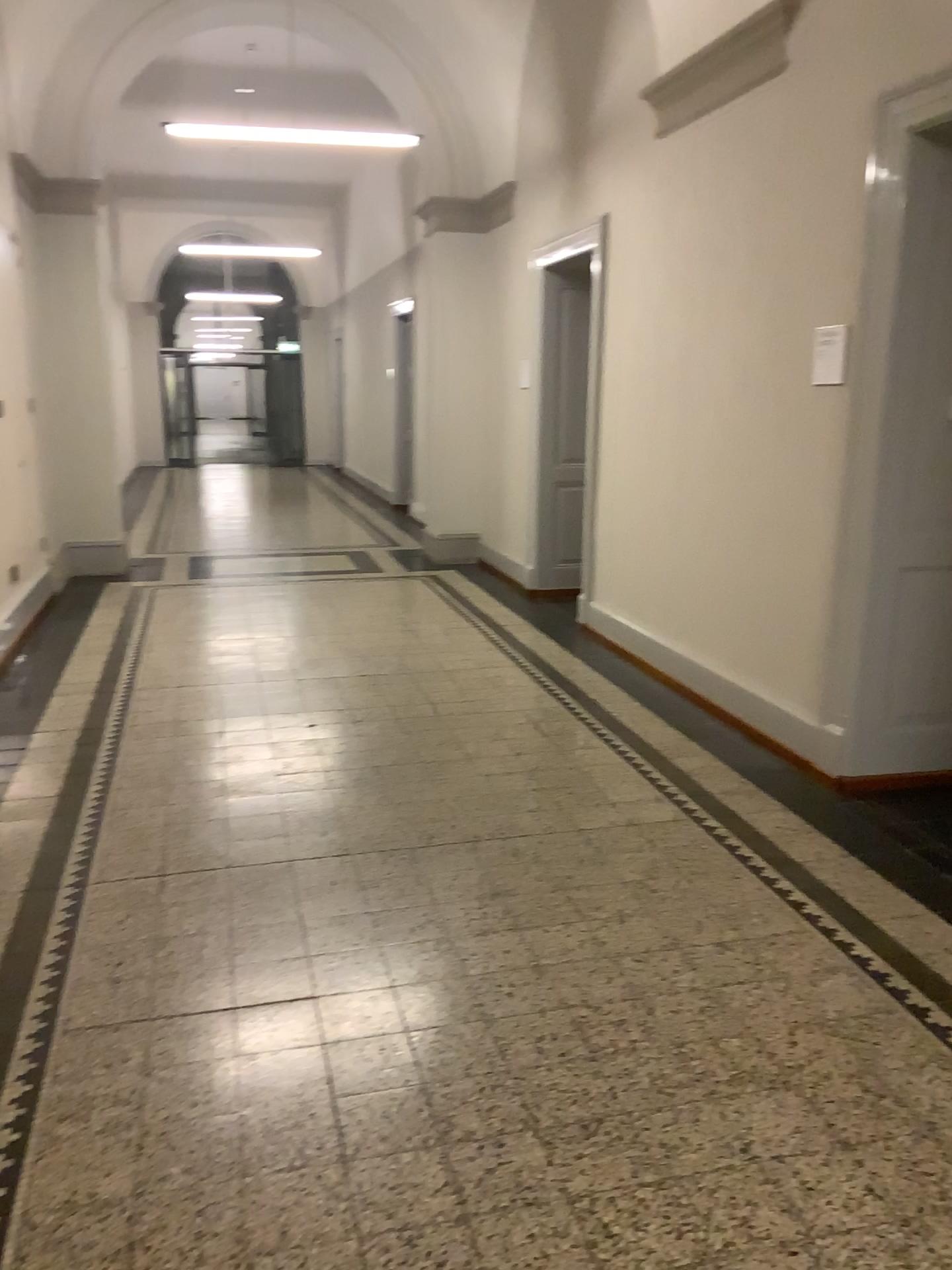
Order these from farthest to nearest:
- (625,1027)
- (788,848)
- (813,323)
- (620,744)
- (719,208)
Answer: (719,208), (620,744), (813,323), (788,848), (625,1027)
